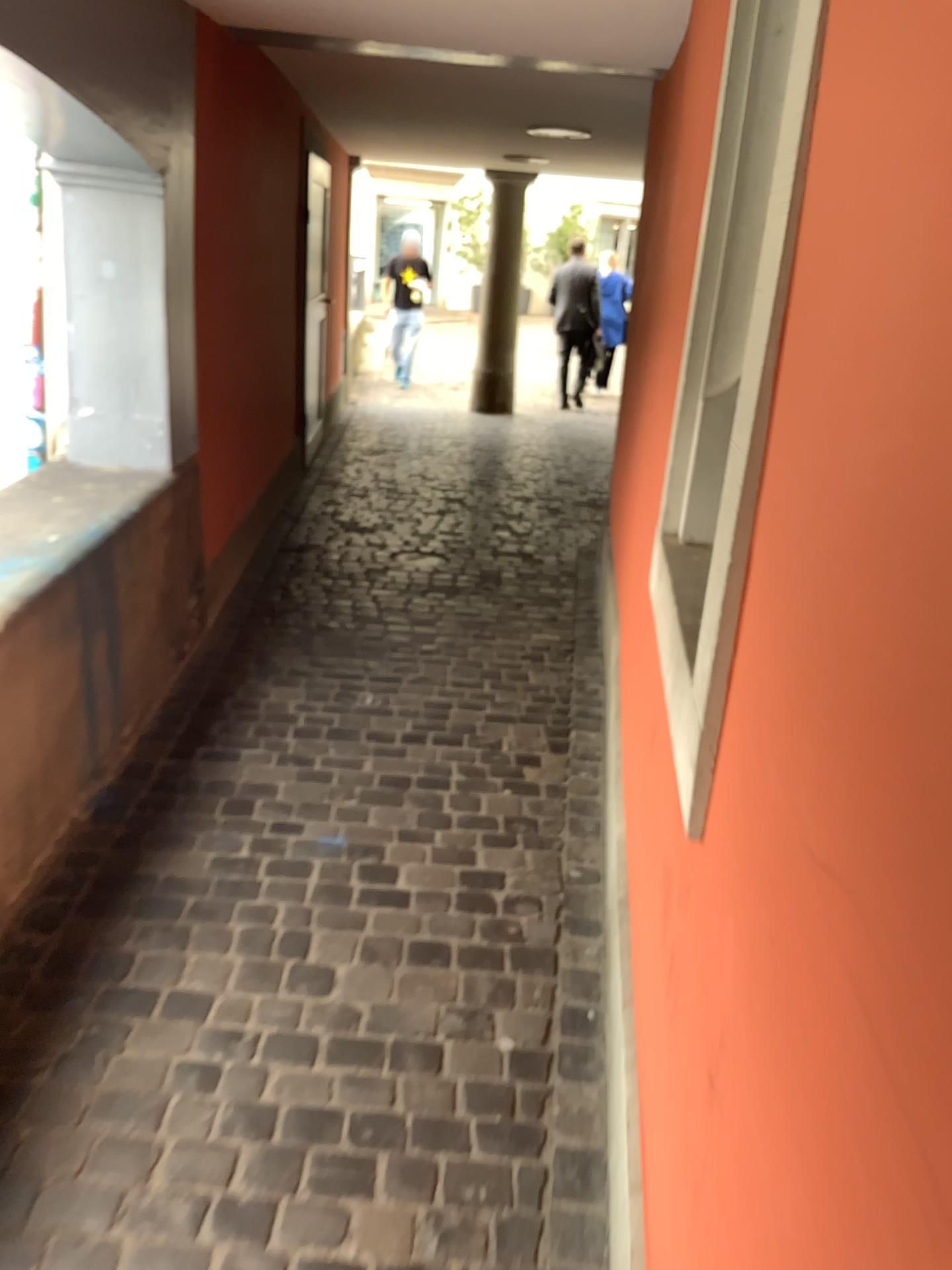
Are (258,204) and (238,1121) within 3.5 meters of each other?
no
